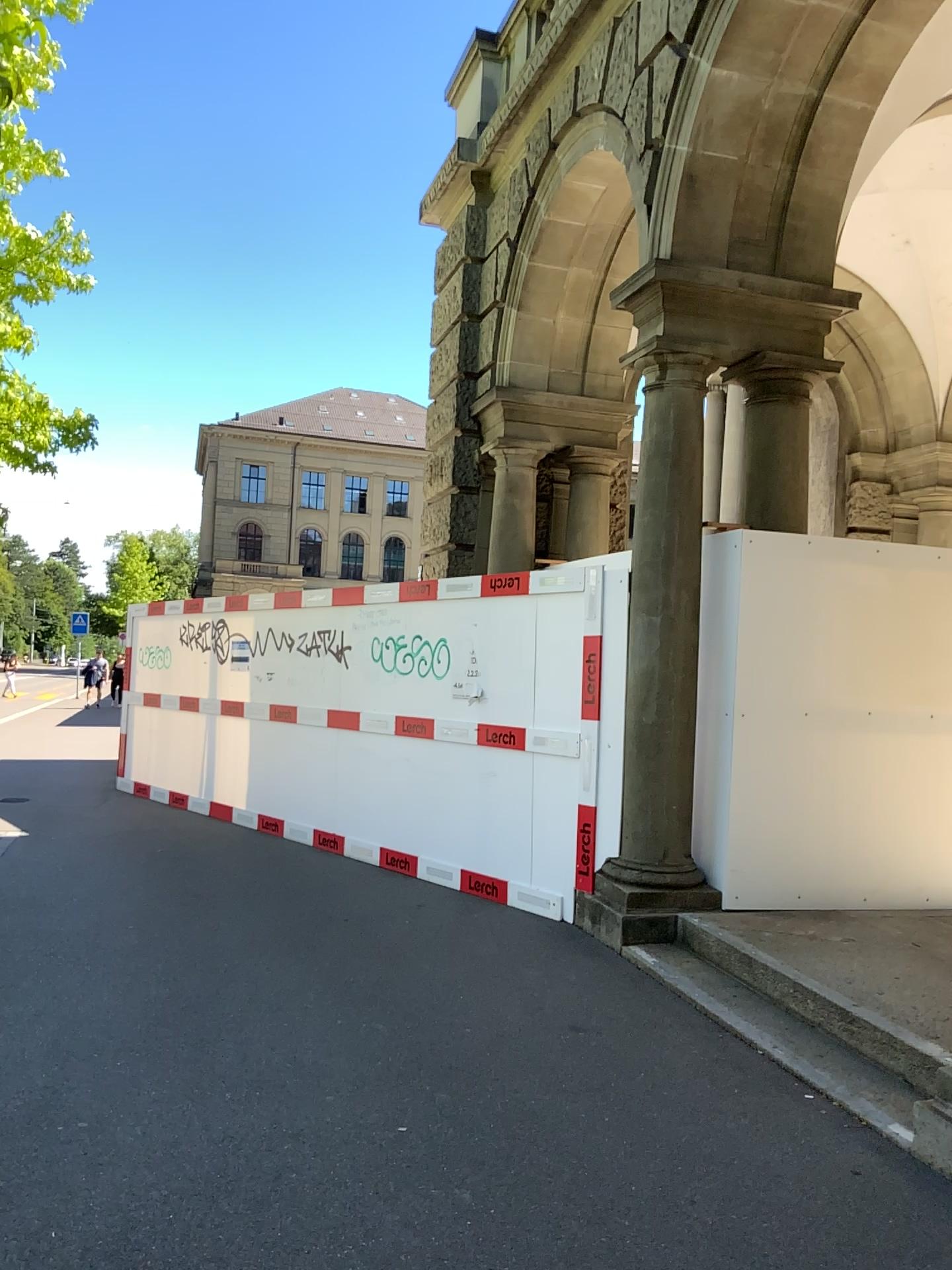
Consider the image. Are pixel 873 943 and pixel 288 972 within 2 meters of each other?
no
